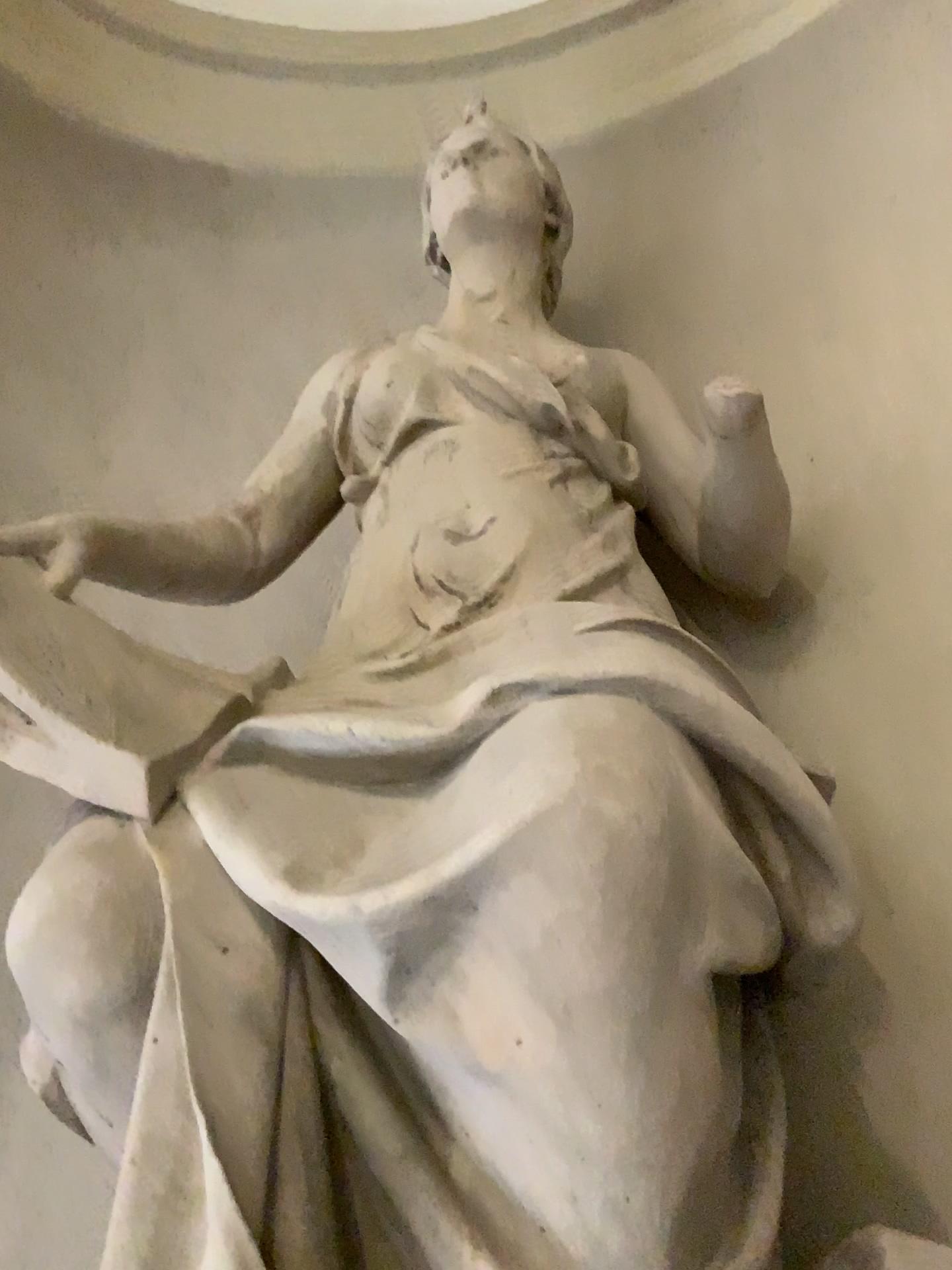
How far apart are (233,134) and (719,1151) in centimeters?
343cm
